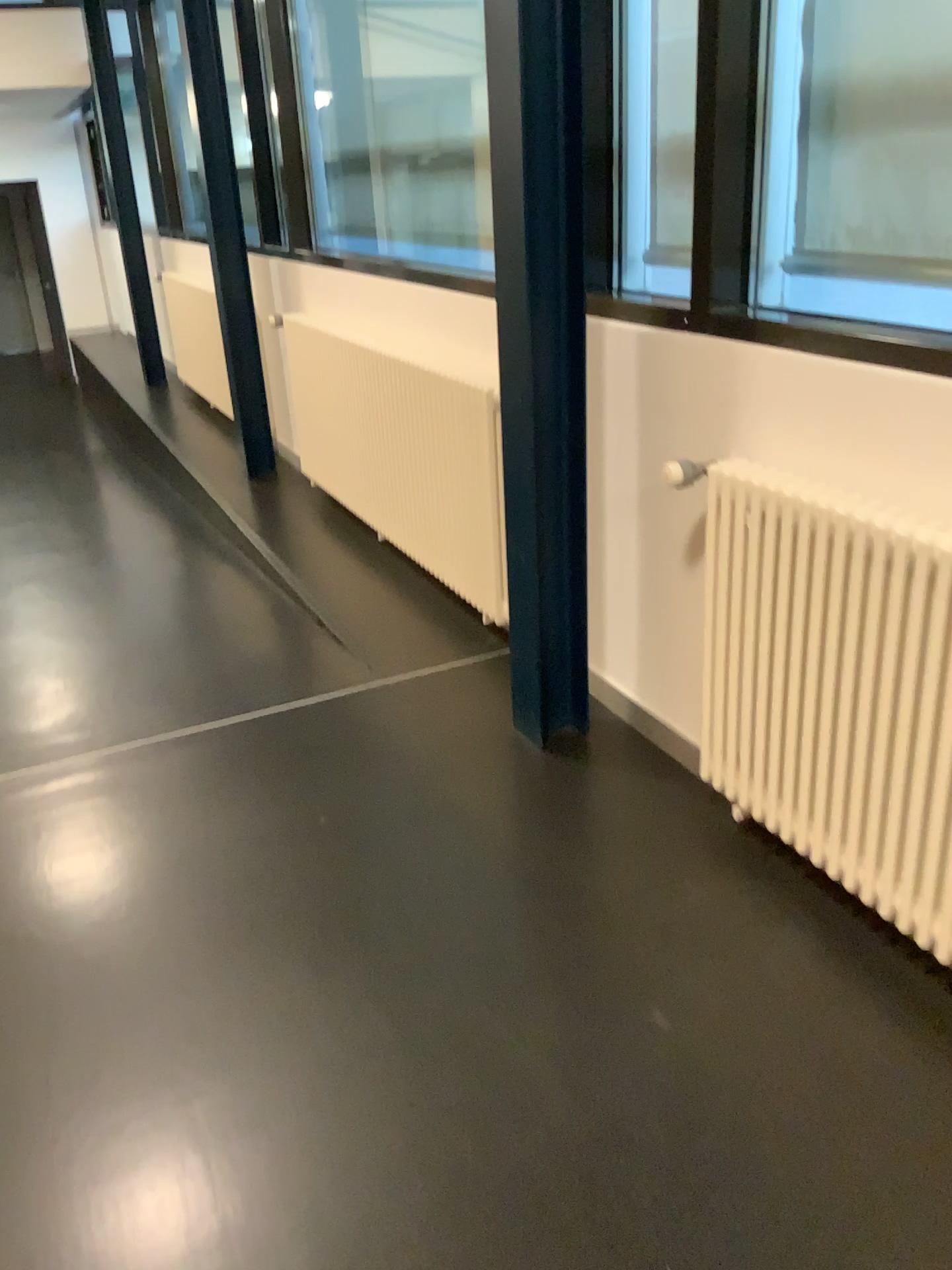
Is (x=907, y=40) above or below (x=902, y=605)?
above

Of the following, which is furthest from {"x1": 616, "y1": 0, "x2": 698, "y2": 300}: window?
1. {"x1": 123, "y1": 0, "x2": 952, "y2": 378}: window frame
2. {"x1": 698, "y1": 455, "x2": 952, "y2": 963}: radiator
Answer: {"x1": 698, "y1": 455, "x2": 952, "y2": 963}: radiator

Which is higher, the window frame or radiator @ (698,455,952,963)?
the window frame

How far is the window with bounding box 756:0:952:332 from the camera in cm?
189

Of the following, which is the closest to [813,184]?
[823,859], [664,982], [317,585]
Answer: [823,859]

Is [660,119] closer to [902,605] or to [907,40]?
[907,40]

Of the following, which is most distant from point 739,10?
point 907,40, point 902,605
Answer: point 902,605

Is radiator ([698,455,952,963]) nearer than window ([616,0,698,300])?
Yes

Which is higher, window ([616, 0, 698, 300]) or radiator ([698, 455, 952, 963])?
window ([616, 0, 698, 300])

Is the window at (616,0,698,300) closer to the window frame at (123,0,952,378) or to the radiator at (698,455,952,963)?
the window frame at (123,0,952,378)
